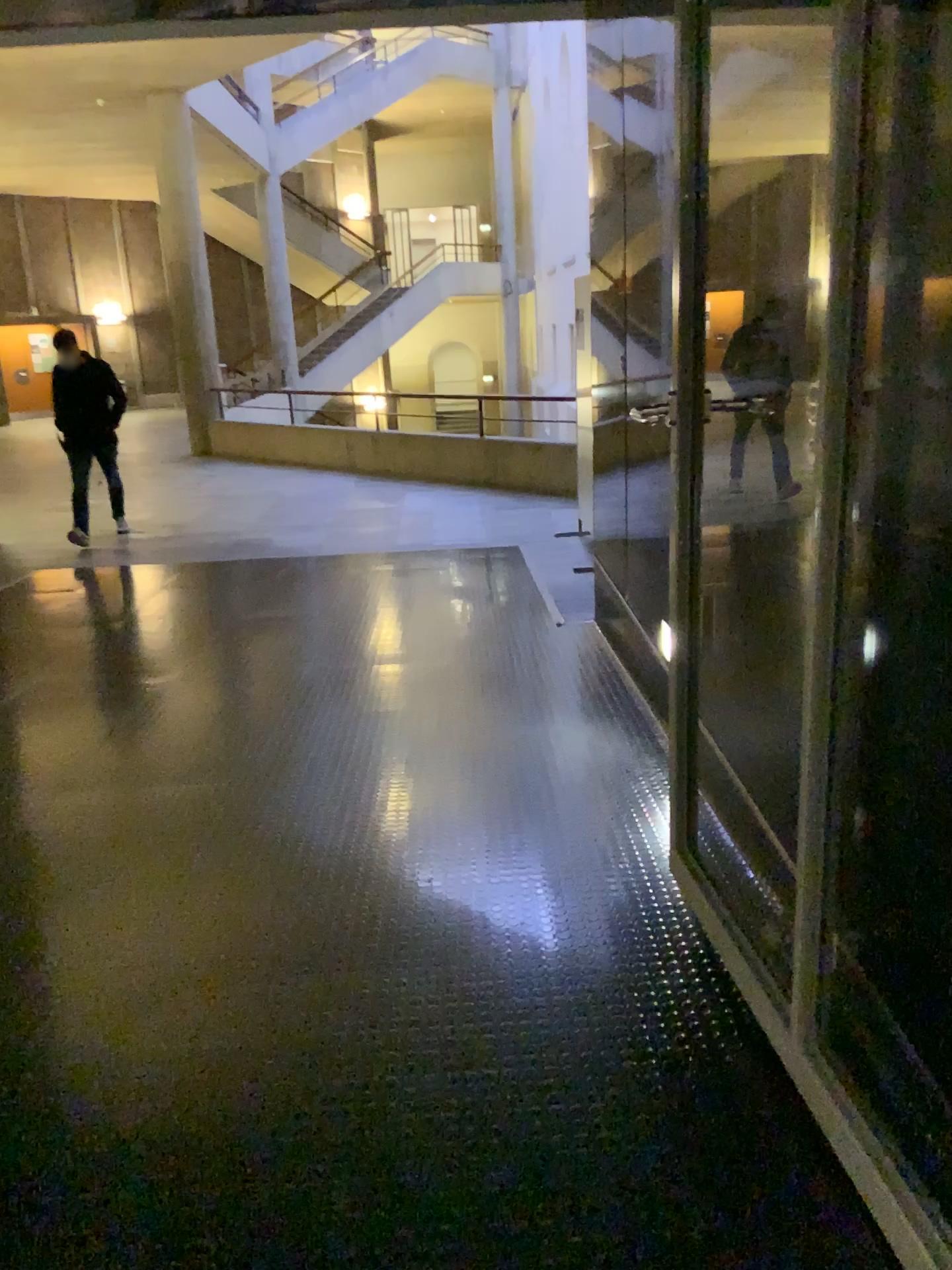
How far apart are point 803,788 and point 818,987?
0.3m
